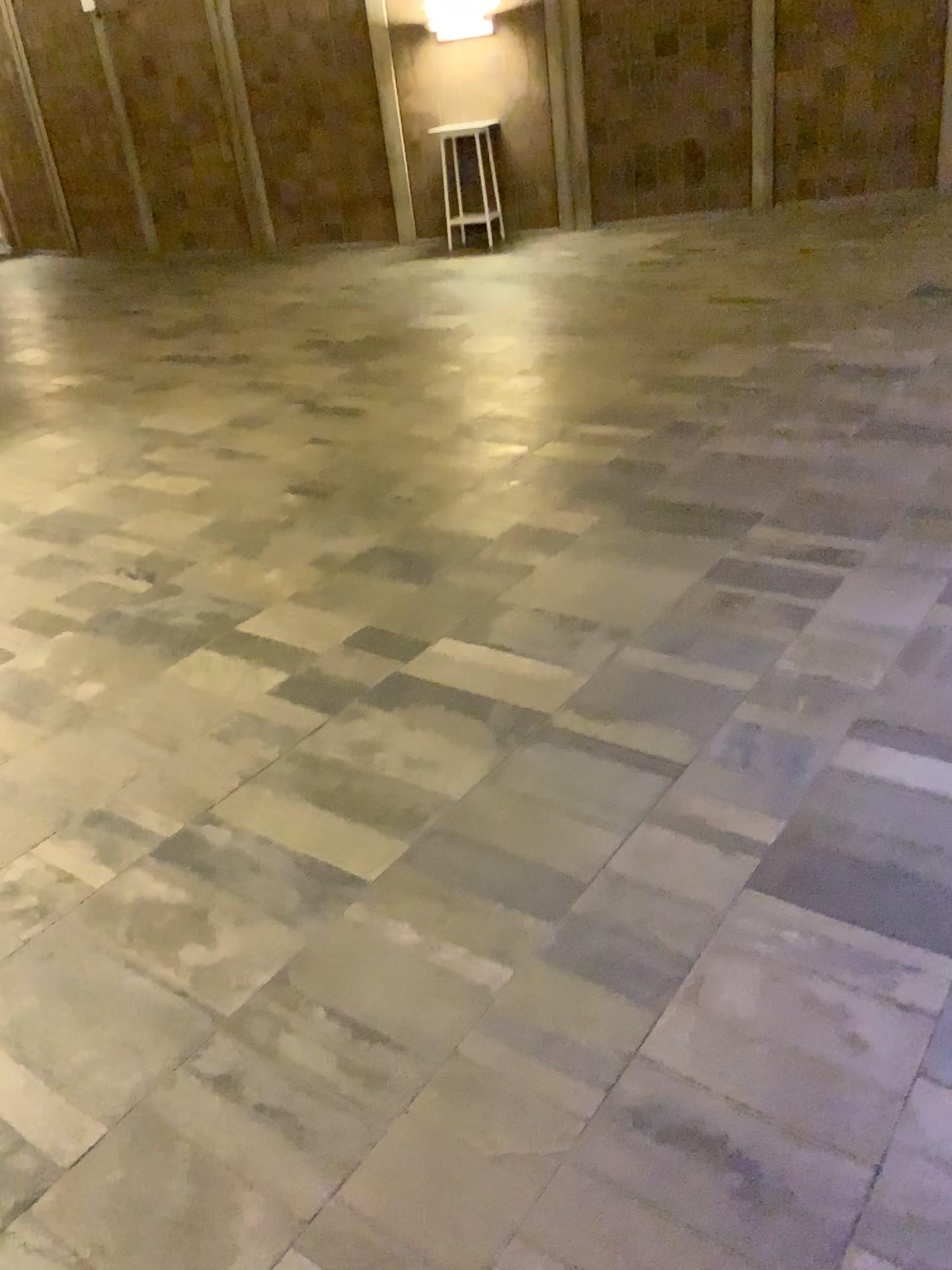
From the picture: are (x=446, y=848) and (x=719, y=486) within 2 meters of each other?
no
